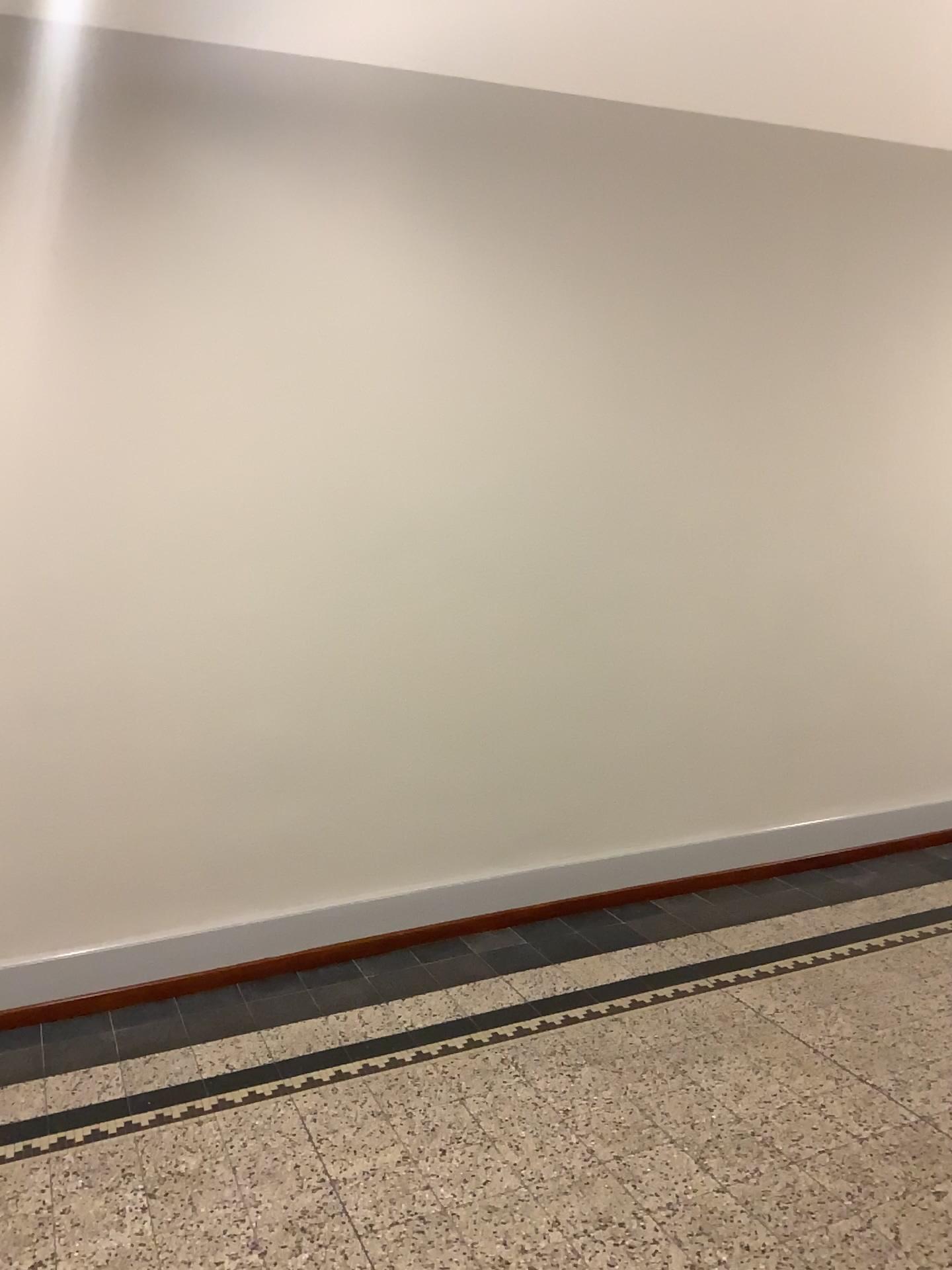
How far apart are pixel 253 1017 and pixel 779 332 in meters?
3.2 m
